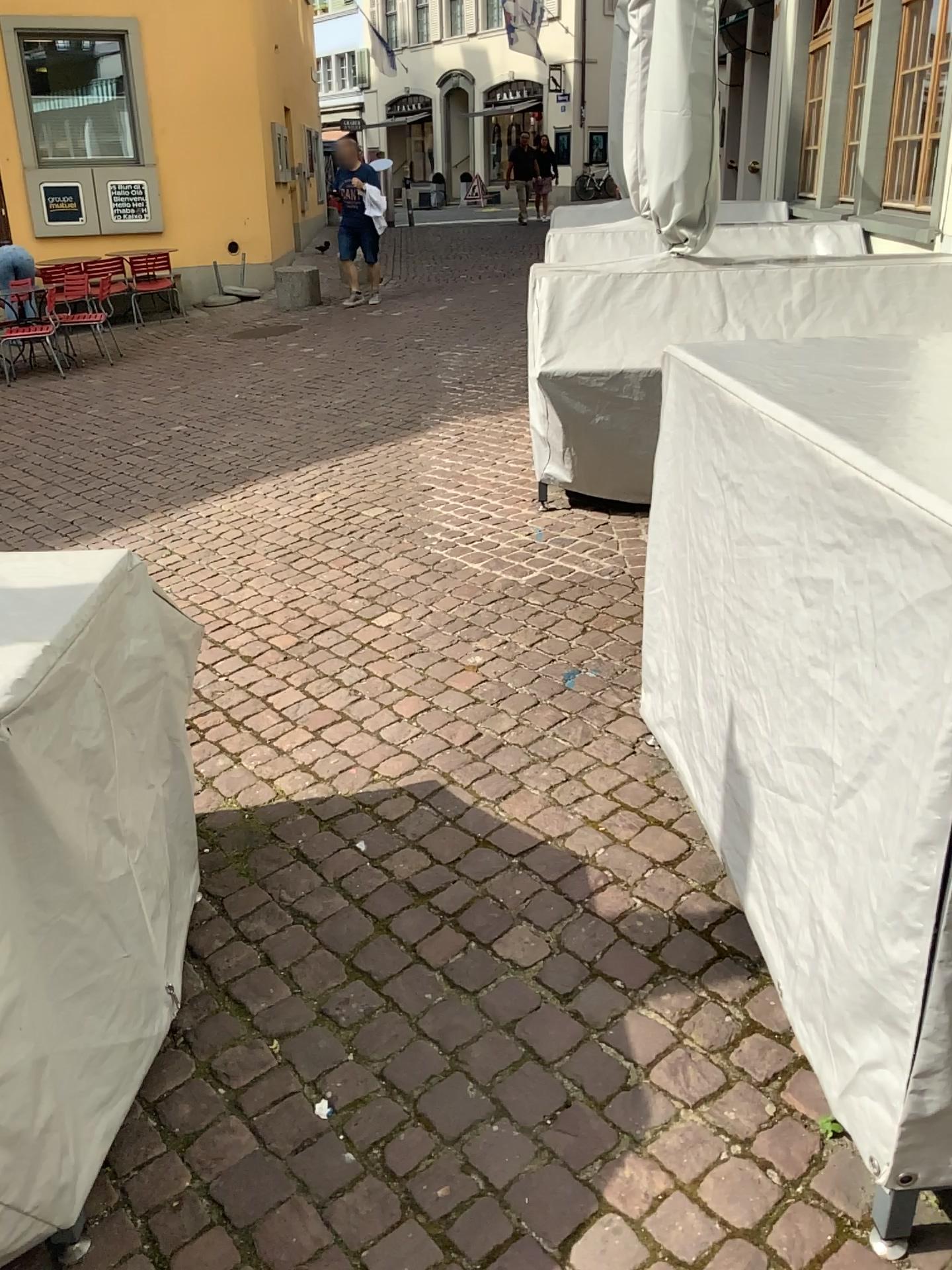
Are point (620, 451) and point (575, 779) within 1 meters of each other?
no
